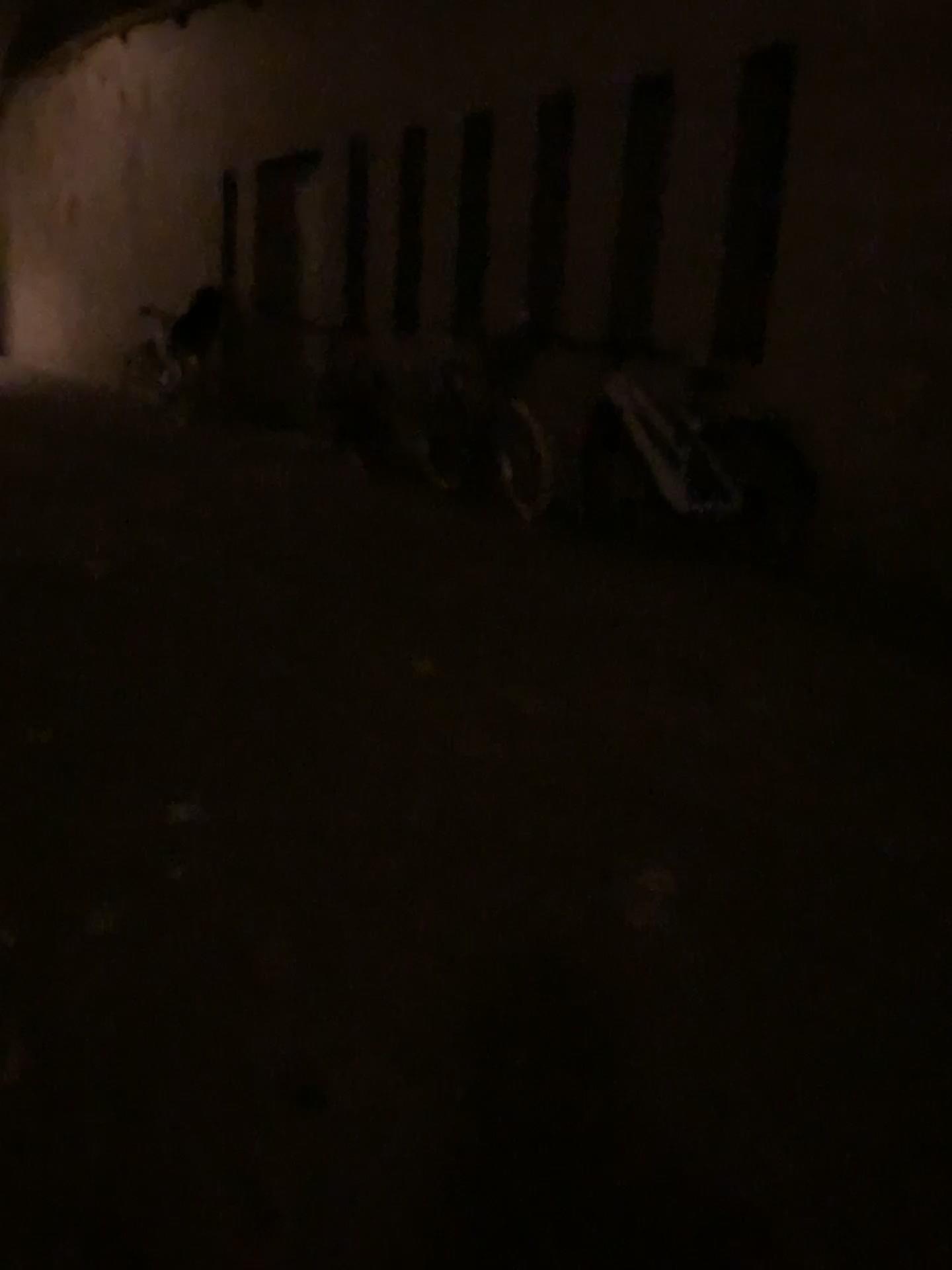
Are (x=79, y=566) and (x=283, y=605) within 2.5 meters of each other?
yes
